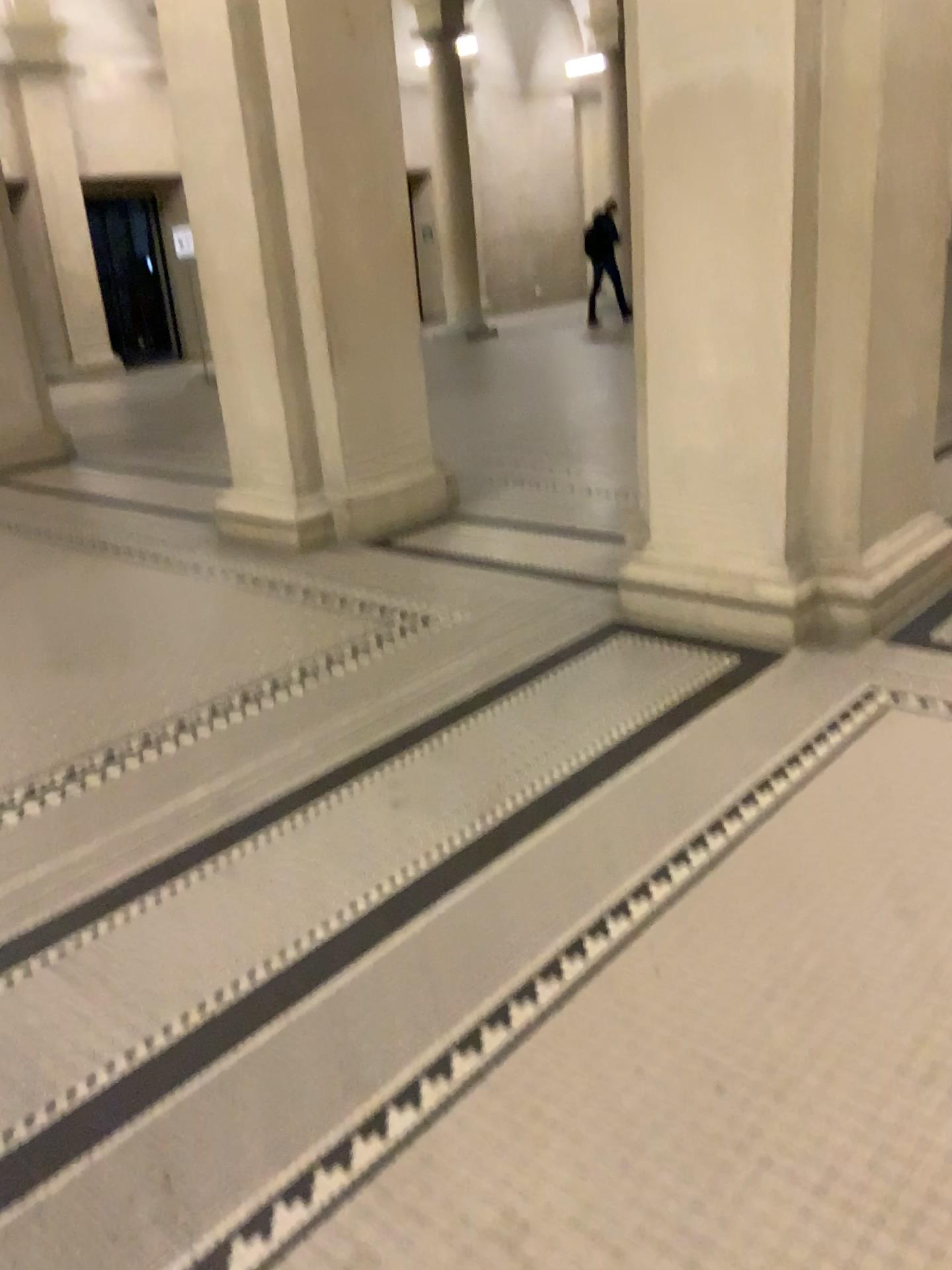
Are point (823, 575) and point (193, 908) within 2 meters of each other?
no
